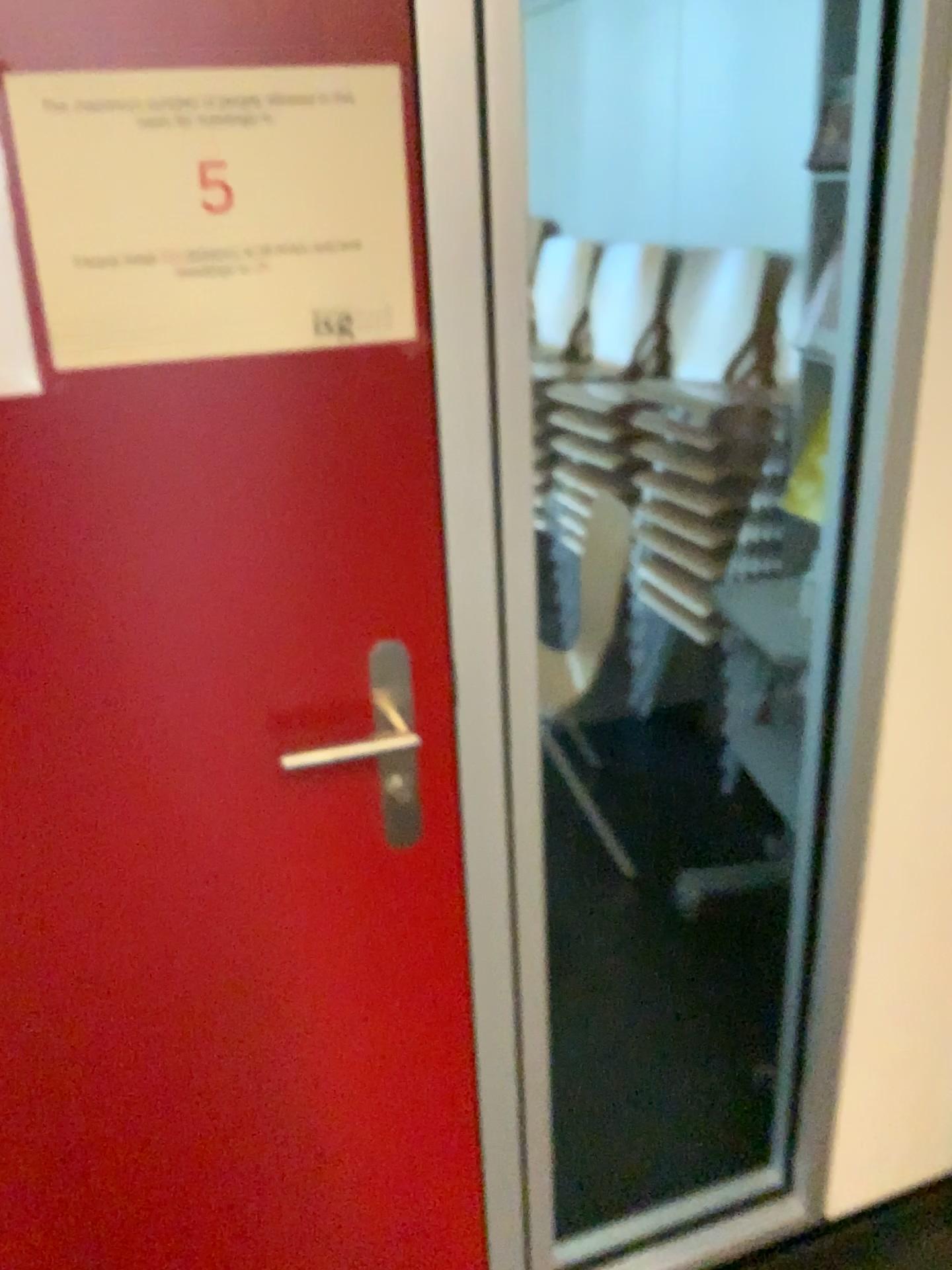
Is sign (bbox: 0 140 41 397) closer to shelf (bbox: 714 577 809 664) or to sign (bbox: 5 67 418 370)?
sign (bbox: 5 67 418 370)

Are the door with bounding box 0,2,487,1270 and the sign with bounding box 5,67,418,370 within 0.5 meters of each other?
yes

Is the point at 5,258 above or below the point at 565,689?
above

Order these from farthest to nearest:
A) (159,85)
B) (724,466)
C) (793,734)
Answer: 1. (724,466)
2. (793,734)
3. (159,85)

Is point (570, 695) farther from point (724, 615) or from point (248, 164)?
point (248, 164)

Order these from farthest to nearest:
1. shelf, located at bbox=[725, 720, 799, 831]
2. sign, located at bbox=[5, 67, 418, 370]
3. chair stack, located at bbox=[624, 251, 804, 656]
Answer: chair stack, located at bbox=[624, 251, 804, 656], shelf, located at bbox=[725, 720, 799, 831], sign, located at bbox=[5, 67, 418, 370]

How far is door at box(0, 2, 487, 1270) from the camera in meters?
0.9

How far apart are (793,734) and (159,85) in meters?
1.5

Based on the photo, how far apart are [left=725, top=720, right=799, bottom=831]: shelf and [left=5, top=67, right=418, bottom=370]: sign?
1.2m

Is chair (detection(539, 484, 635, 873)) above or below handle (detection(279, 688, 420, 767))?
below
